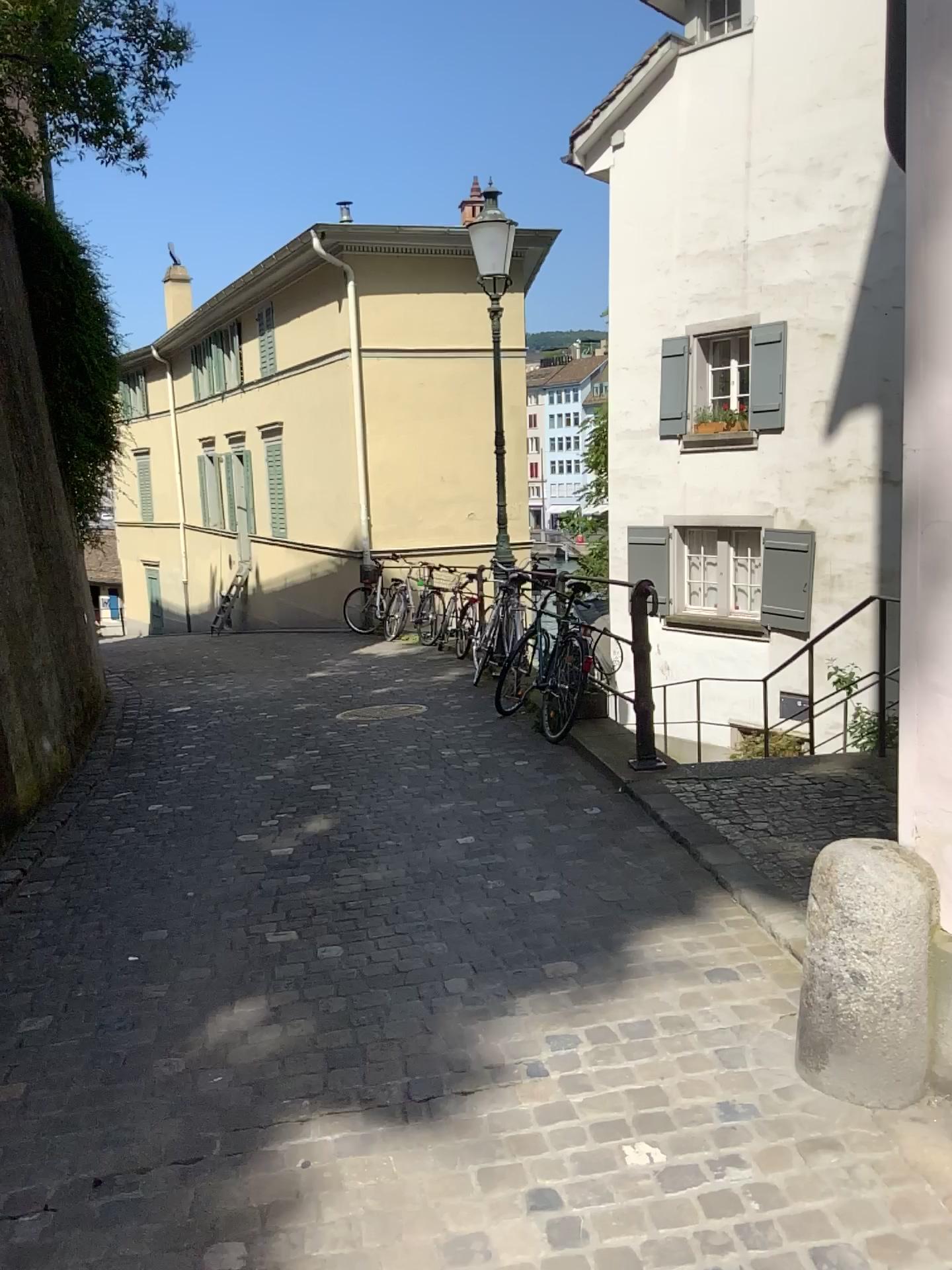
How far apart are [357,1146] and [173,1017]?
0.93m
